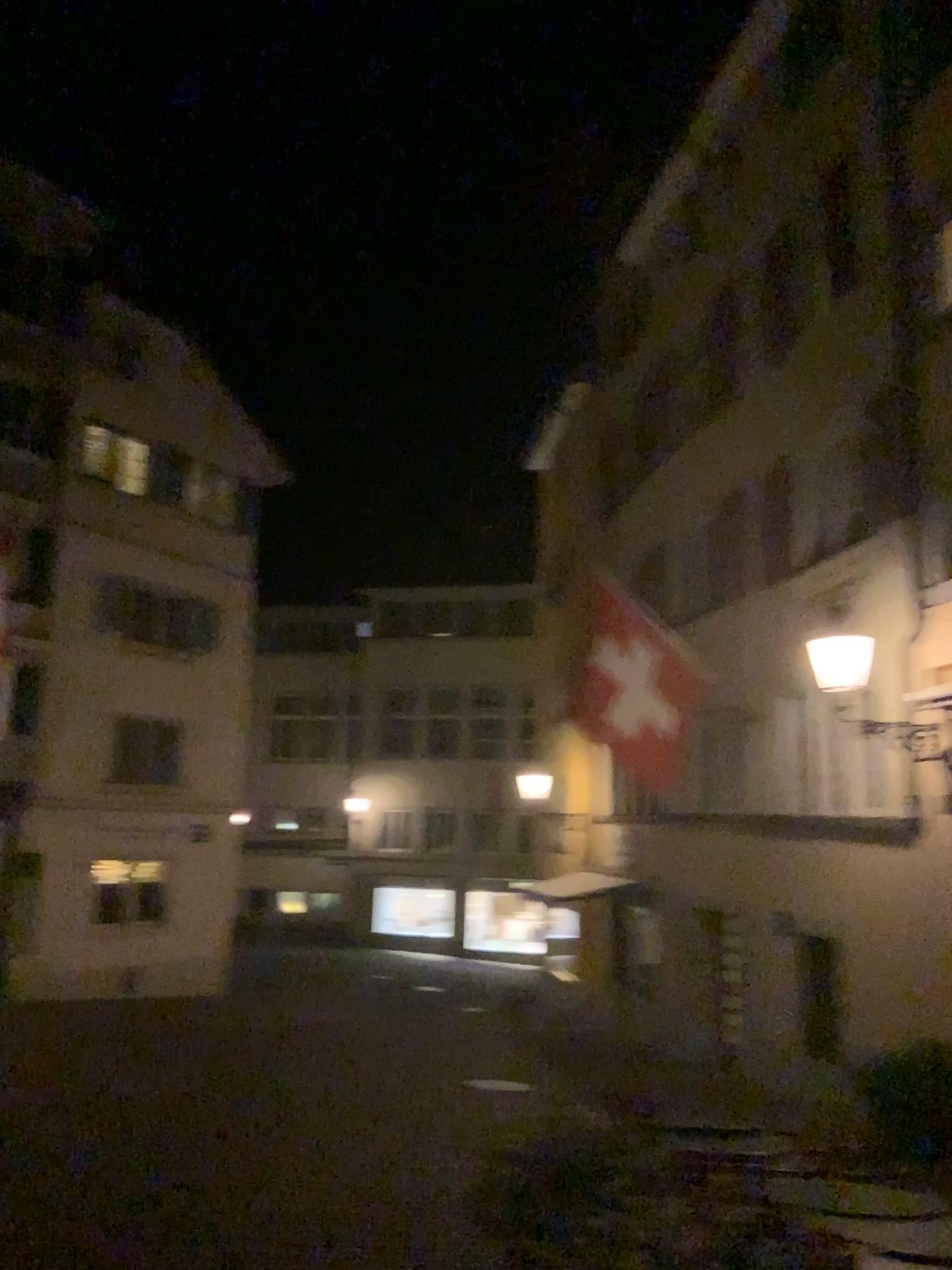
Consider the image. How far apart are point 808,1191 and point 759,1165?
0.35m
